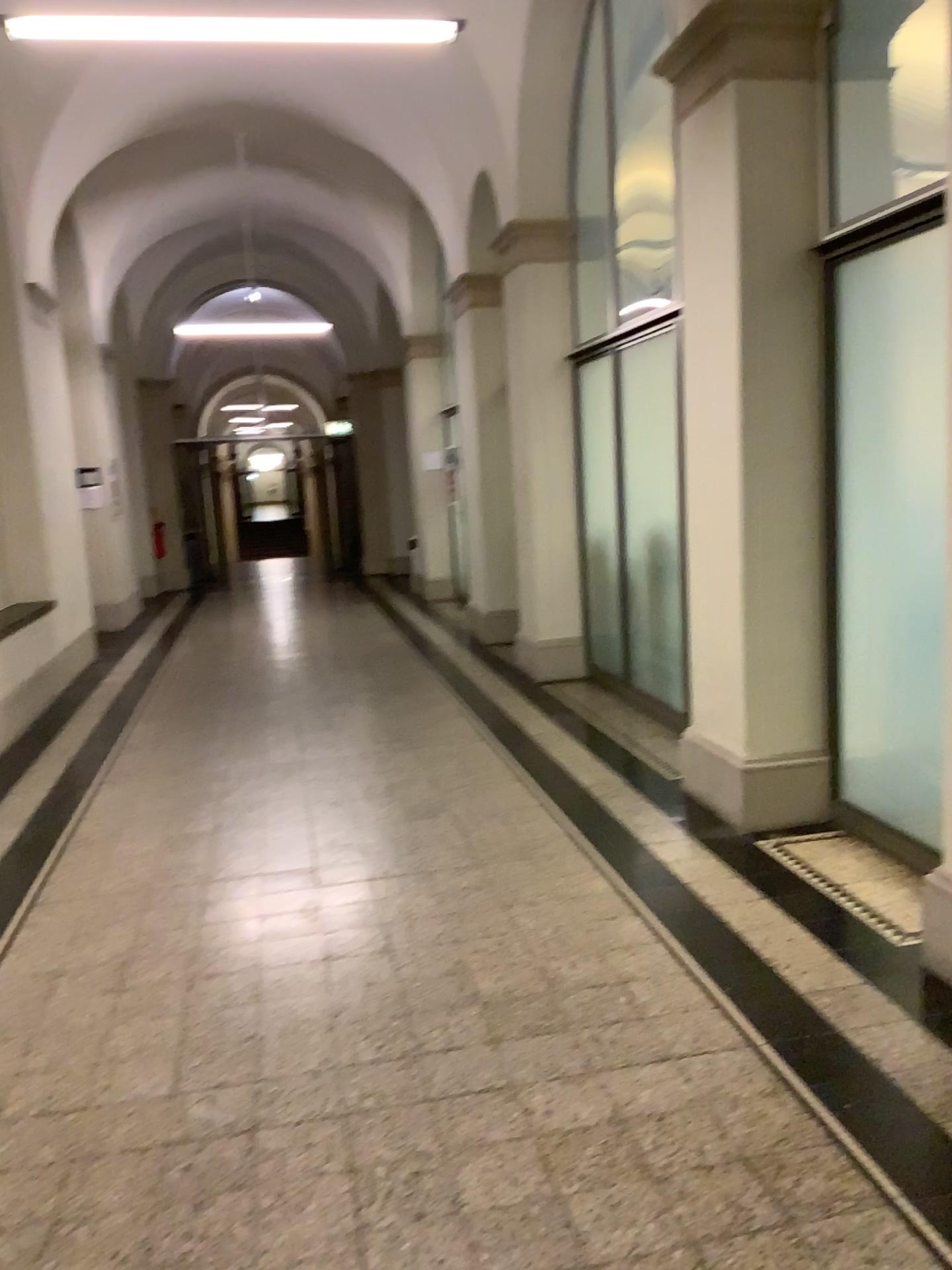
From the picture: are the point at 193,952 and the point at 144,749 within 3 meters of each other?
yes
